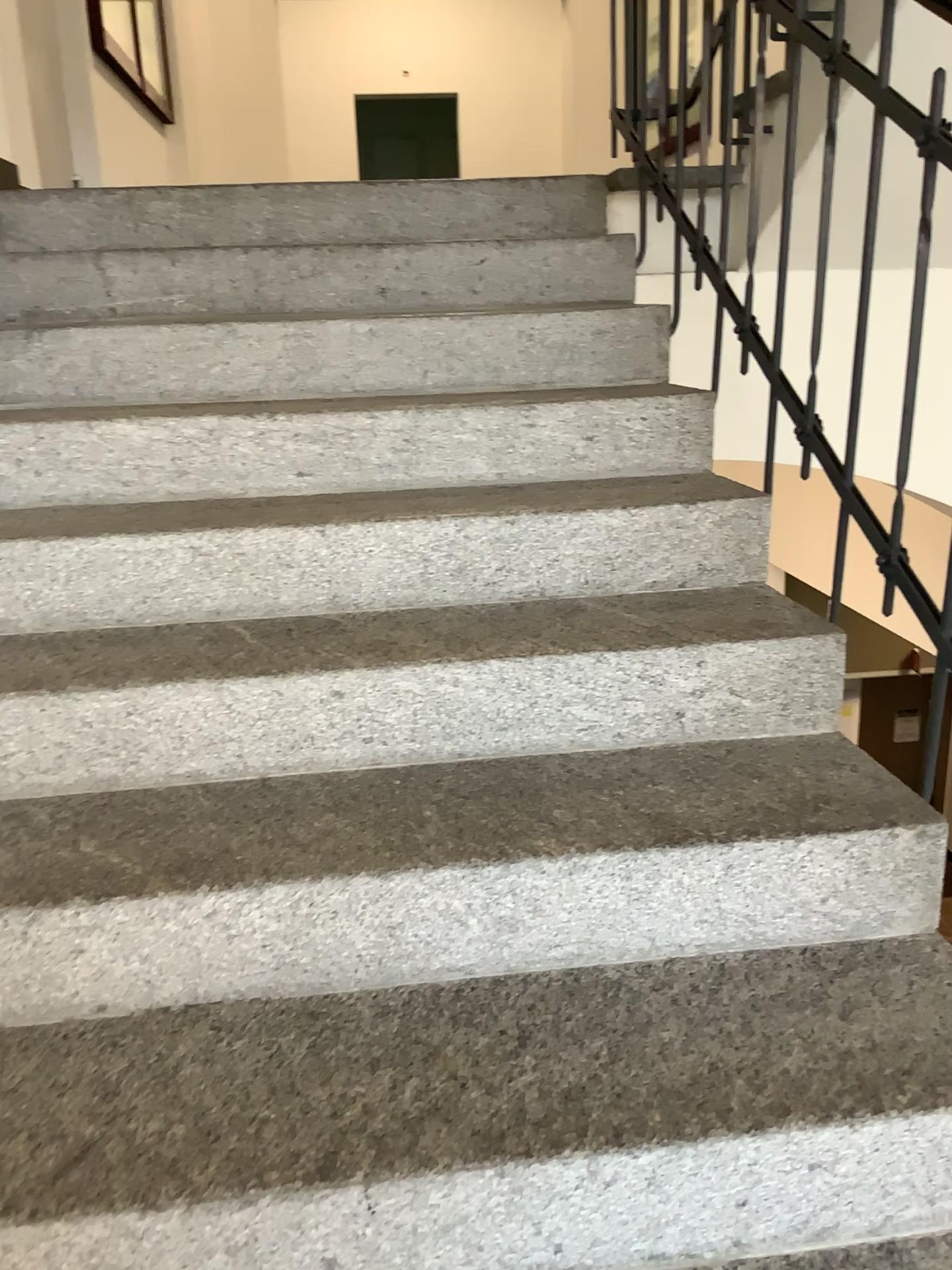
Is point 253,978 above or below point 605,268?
below
